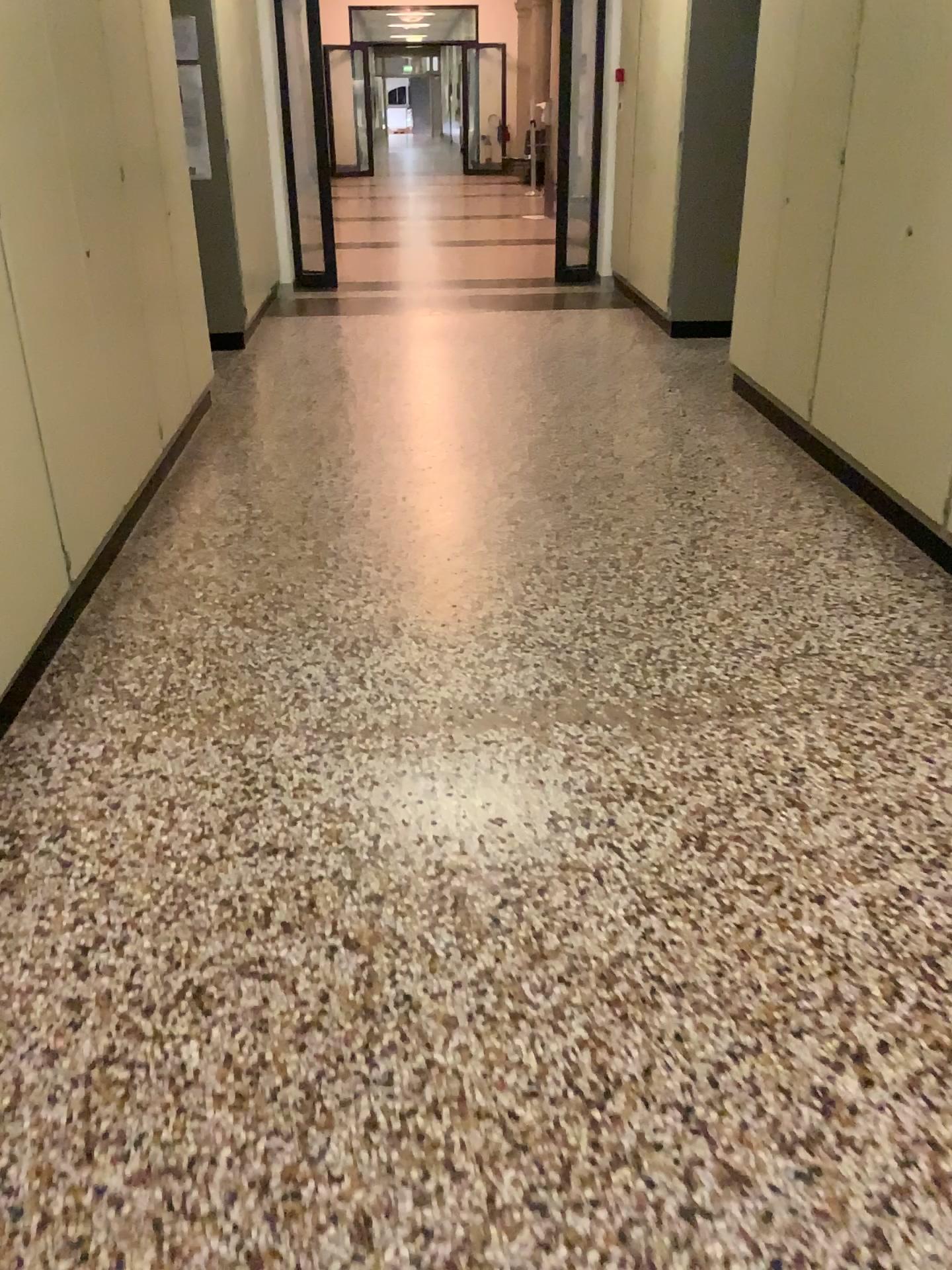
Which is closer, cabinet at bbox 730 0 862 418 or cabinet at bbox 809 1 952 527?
cabinet at bbox 809 1 952 527

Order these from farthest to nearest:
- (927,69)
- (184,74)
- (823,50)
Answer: (184,74) → (823,50) → (927,69)

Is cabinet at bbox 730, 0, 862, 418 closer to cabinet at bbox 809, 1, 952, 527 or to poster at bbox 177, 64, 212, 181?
cabinet at bbox 809, 1, 952, 527

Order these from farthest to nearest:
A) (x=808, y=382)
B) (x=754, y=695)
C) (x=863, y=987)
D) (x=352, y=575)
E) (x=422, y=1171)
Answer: (x=808, y=382)
(x=352, y=575)
(x=754, y=695)
(x=863, y=987)
(x=422, y=1171)

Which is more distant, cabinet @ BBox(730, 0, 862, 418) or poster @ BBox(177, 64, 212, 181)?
poster @ BBox(177, 64, 212, 181)

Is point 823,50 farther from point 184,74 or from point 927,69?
point 184,74

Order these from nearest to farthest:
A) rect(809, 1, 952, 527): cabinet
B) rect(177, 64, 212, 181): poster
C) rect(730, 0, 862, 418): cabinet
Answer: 1. rect(809, 1, 952, 527): cabinet
2. rect(730, 0, 862, 418): cabinet
3. rect(177, 64, 212, 181): poster

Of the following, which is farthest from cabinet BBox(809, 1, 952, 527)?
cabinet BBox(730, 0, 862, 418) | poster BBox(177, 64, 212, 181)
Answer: poster BBox(177, 64, 212, 181)

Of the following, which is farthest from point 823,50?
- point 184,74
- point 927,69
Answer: point 184,74
